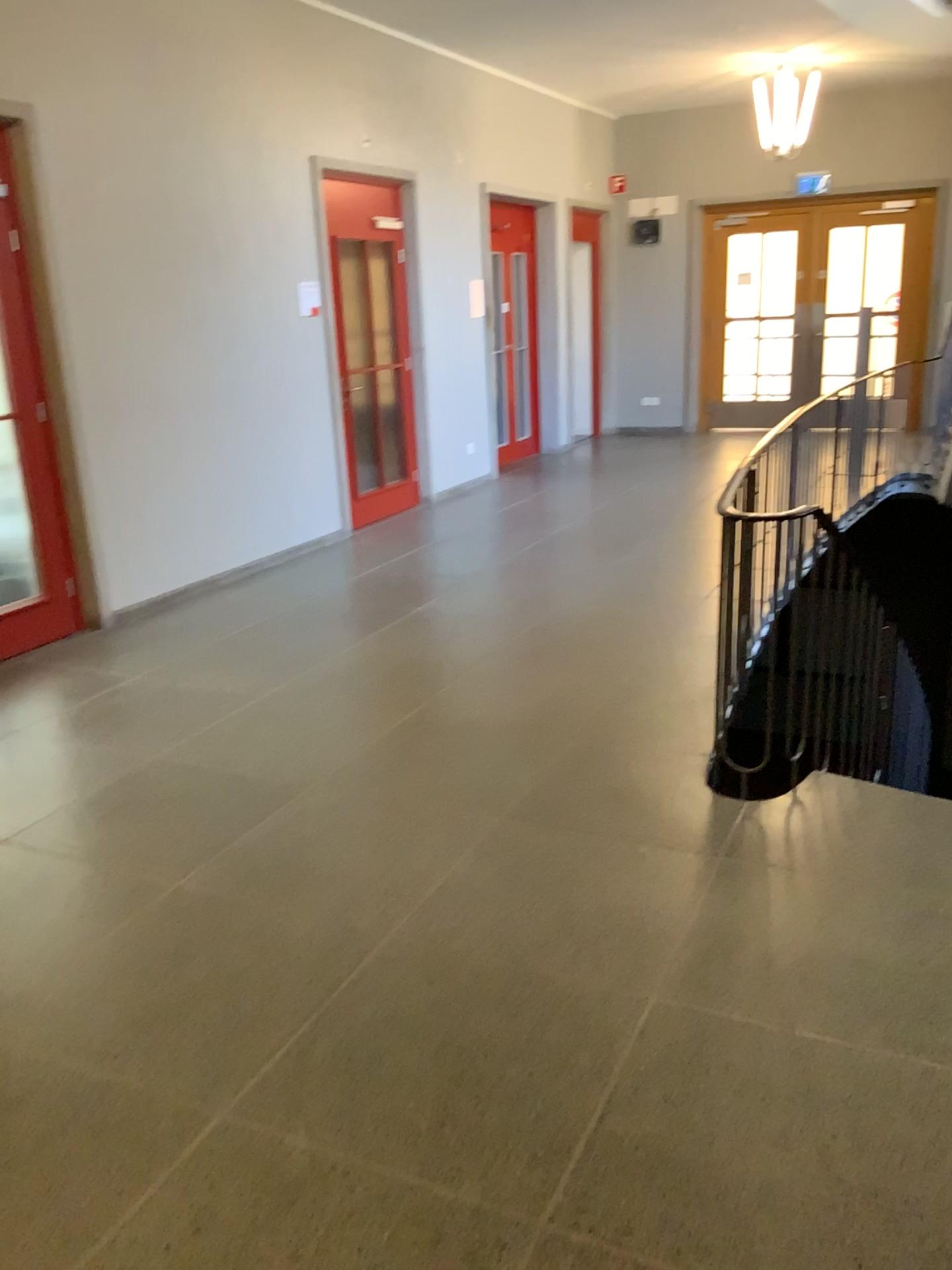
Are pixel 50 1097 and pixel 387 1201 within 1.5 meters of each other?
yes
